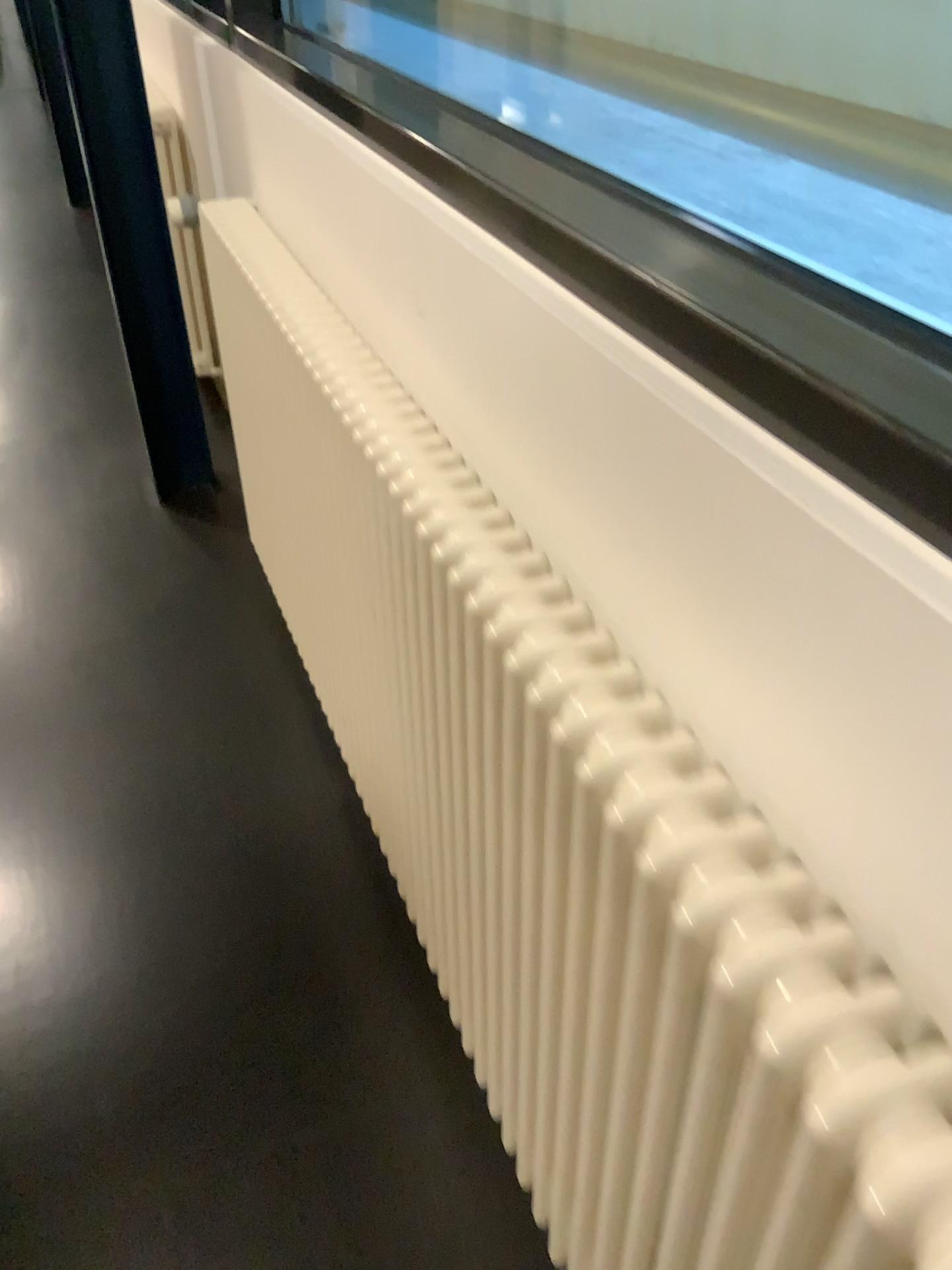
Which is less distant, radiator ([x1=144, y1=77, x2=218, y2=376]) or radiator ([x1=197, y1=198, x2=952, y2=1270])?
radiator ([x1=197, y1=198, x2=952, y2=1270])

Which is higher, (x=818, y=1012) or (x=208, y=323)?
(x=818, y=1012)

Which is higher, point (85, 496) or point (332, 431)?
point (332, 431)

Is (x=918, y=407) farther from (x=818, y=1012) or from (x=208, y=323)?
(x=208, y=323)

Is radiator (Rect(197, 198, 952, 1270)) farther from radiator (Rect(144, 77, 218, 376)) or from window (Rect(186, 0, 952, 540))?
radiator (Rect(144, 77, 218, 376))

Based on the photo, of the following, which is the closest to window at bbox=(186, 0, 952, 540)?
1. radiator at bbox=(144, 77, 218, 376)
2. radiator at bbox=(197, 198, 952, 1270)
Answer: radiator at bbox=(197, 198, 952, 1270)

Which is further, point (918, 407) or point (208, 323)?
point (208, 323)

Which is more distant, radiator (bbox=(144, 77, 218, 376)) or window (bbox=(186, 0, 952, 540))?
radiator (bbox=(144, 77, 218, 376))
